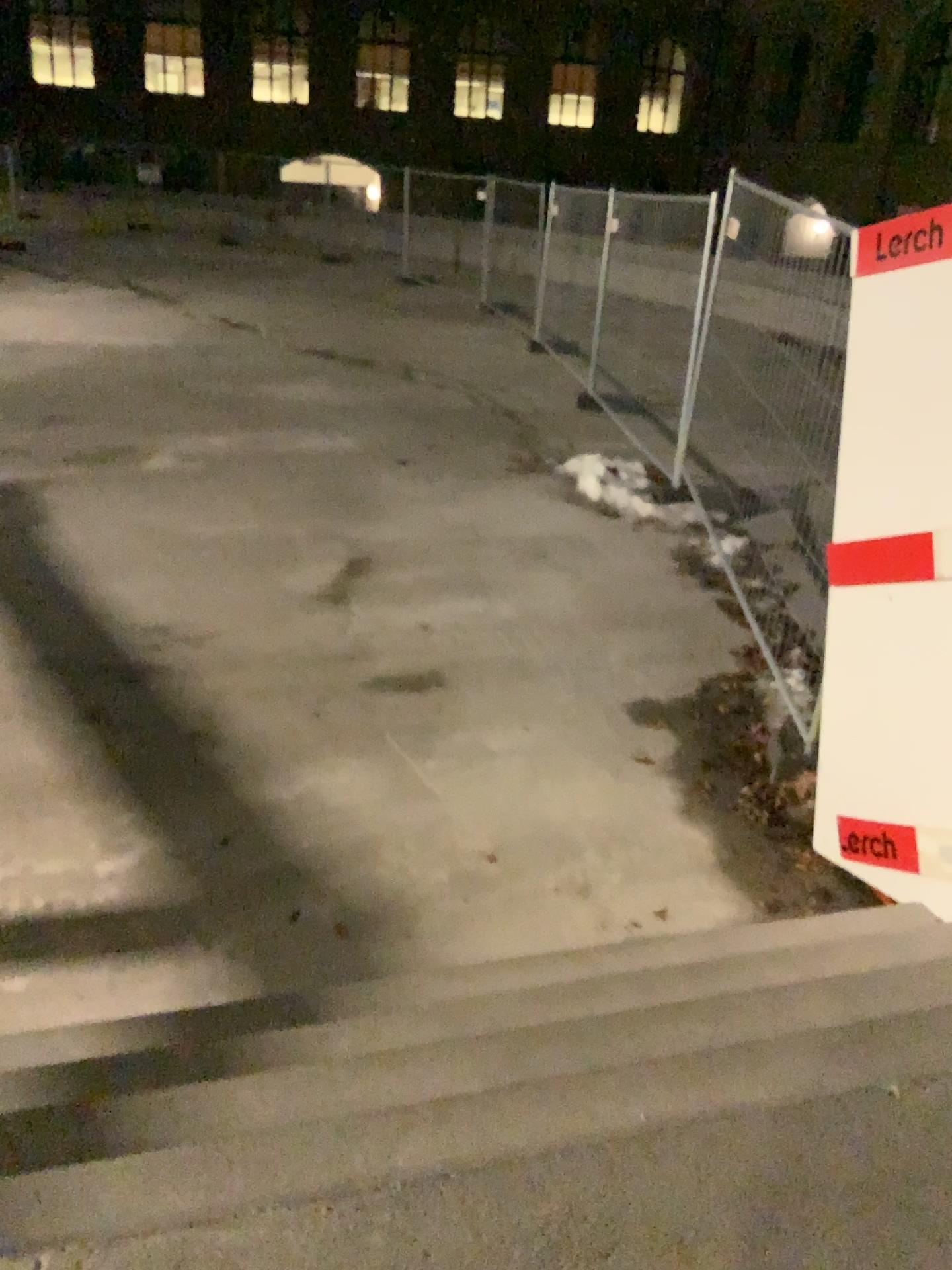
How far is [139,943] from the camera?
3.2m

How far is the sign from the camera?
3.3m

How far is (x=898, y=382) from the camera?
3.3m
